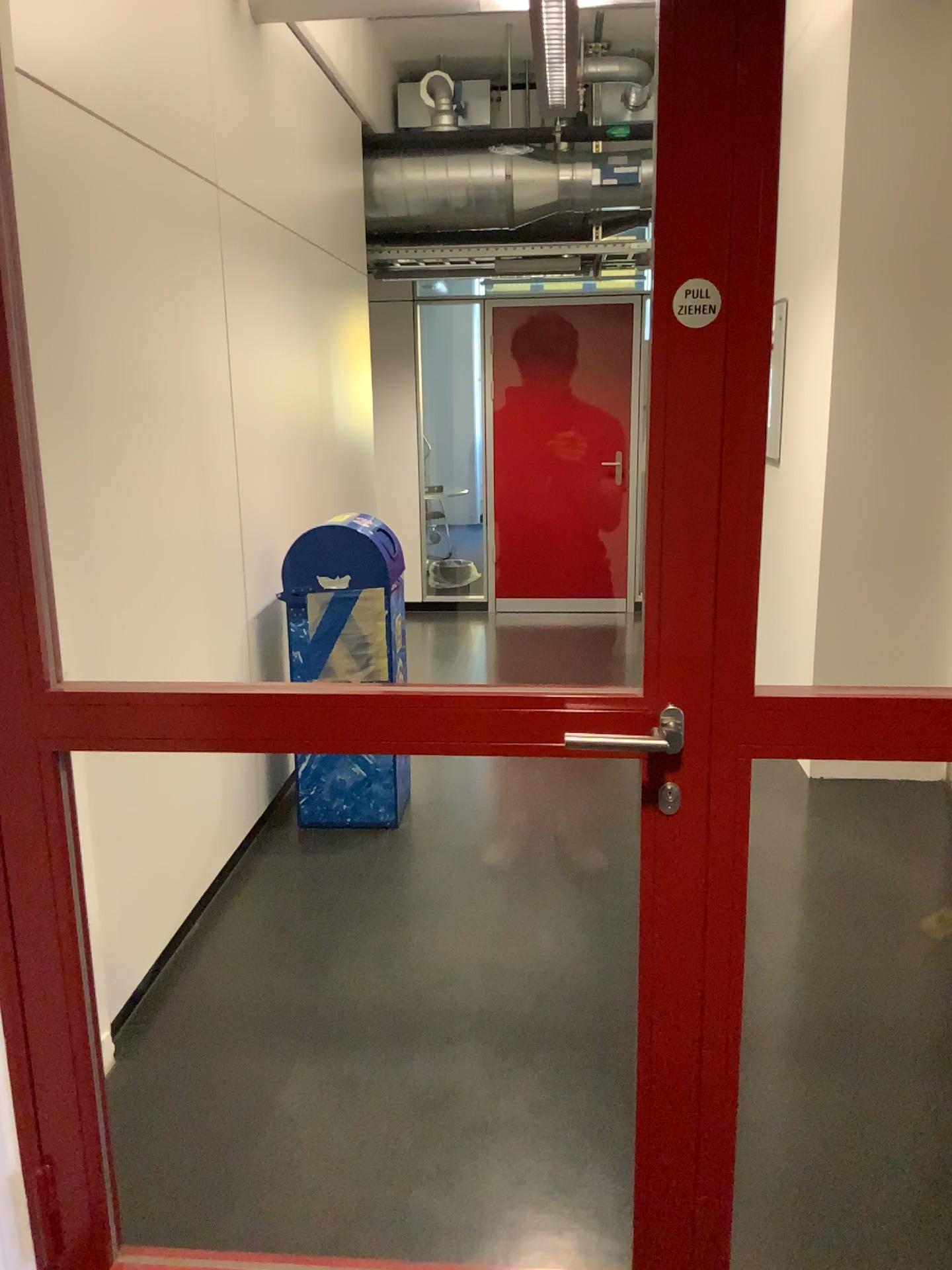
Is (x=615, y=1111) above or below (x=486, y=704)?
below

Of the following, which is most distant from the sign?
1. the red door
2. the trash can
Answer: the trash can

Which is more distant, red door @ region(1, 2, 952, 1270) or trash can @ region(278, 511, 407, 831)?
trash can @ region(278, 511, 407, 831)

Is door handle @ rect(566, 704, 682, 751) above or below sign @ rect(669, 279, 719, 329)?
below

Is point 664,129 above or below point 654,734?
above

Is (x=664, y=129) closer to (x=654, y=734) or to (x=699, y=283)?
(x=699, y=283)

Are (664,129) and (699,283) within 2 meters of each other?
yes

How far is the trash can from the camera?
3.6m

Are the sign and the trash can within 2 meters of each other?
no

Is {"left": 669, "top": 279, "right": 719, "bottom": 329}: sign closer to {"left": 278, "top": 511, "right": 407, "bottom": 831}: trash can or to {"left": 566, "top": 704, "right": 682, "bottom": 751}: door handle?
{"left": 566, "top": 704, "right": 682, "bottom": 751}: door handle
